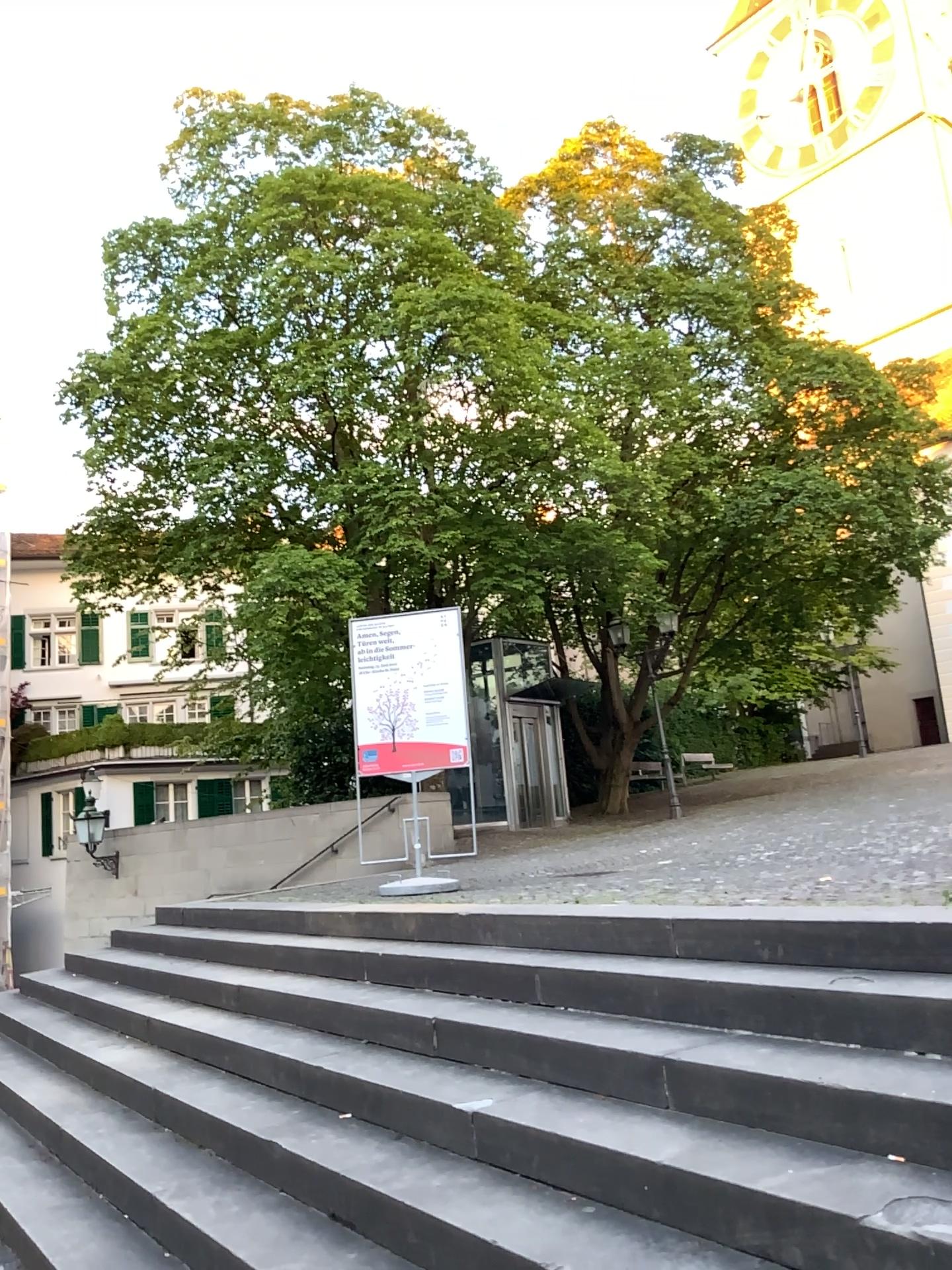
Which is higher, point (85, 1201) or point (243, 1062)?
point (243, 1062)
